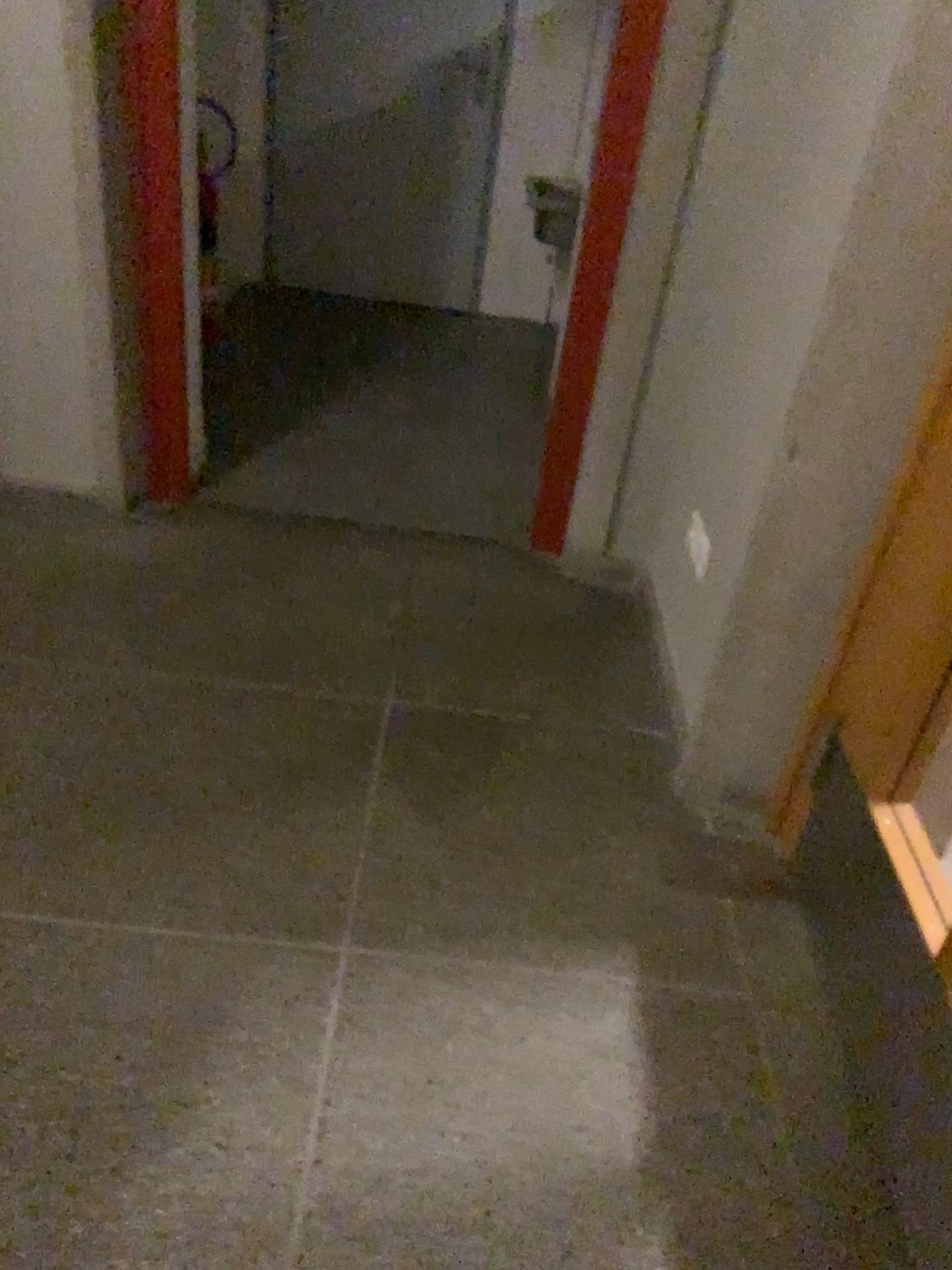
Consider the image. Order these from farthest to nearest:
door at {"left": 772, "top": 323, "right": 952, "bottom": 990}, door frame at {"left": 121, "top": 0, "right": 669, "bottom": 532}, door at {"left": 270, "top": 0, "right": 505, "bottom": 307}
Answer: door at {"left": 270, "top": 0, "right": 505, "bottom": 307} → door frame at {"left": 121, "top": 0, "right": 669, "bottom": 532} → door at {"left": 772, "top": 323, "right": 952, "bottom": 990}

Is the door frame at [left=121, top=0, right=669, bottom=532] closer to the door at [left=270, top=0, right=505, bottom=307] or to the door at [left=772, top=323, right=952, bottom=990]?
the door at [left=772, top=323, right=952, bottom=990]

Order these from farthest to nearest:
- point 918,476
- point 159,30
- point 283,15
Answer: point 283,15
point 159,30
point 918,476

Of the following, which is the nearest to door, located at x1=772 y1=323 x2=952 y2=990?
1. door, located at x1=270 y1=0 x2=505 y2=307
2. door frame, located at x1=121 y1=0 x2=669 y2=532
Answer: door frame, located at x1=121 y1=0 x2=669 y2=532

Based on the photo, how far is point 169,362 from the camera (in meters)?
2.73

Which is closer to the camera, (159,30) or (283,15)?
(159,30)

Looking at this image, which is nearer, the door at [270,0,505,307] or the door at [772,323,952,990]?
the door at [772,323,952,990]

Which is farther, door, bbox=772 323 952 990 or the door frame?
the door frame

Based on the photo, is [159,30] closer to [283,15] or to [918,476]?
[918,476]
